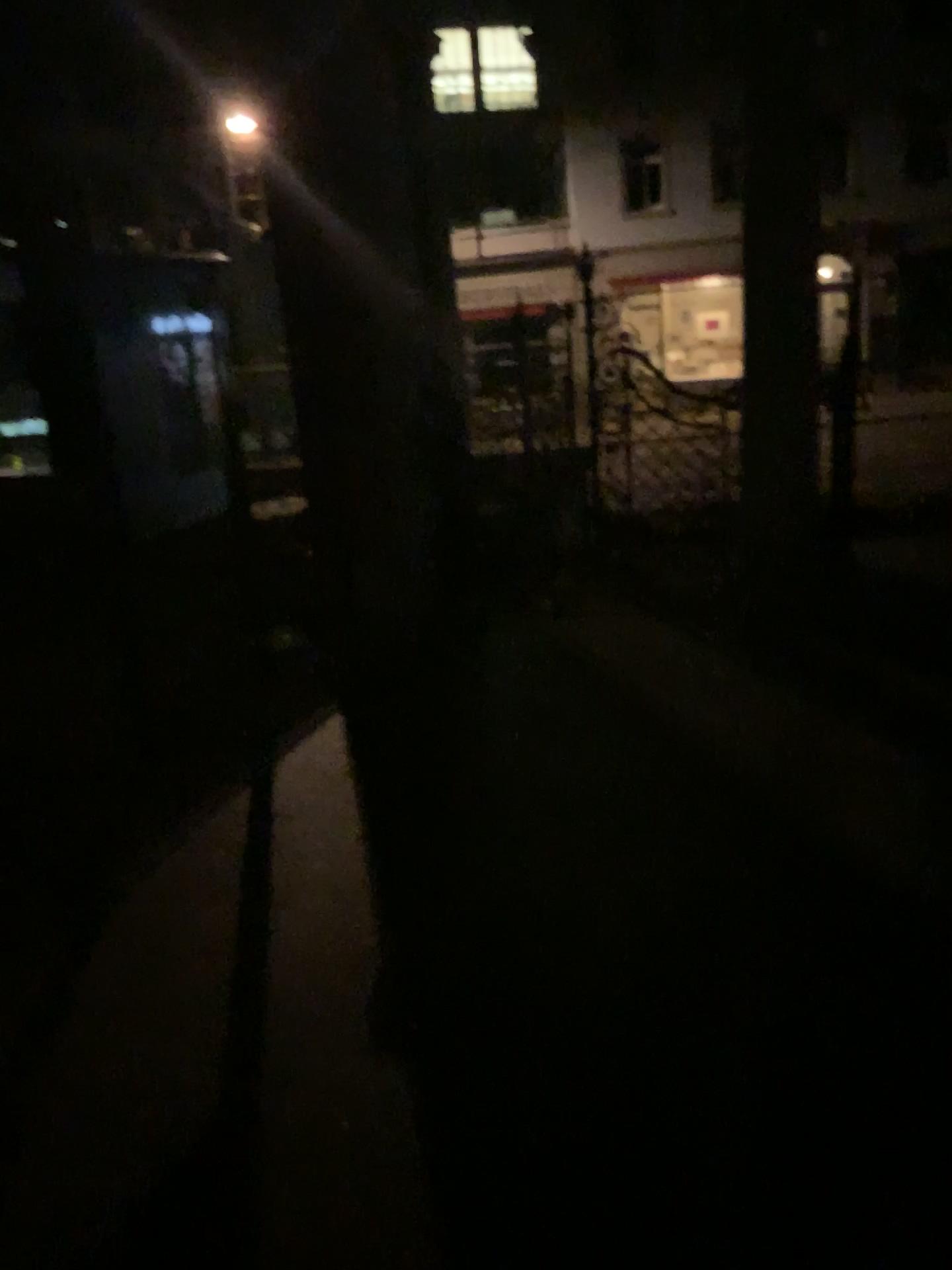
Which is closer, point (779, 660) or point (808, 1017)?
point (808, 1017)
